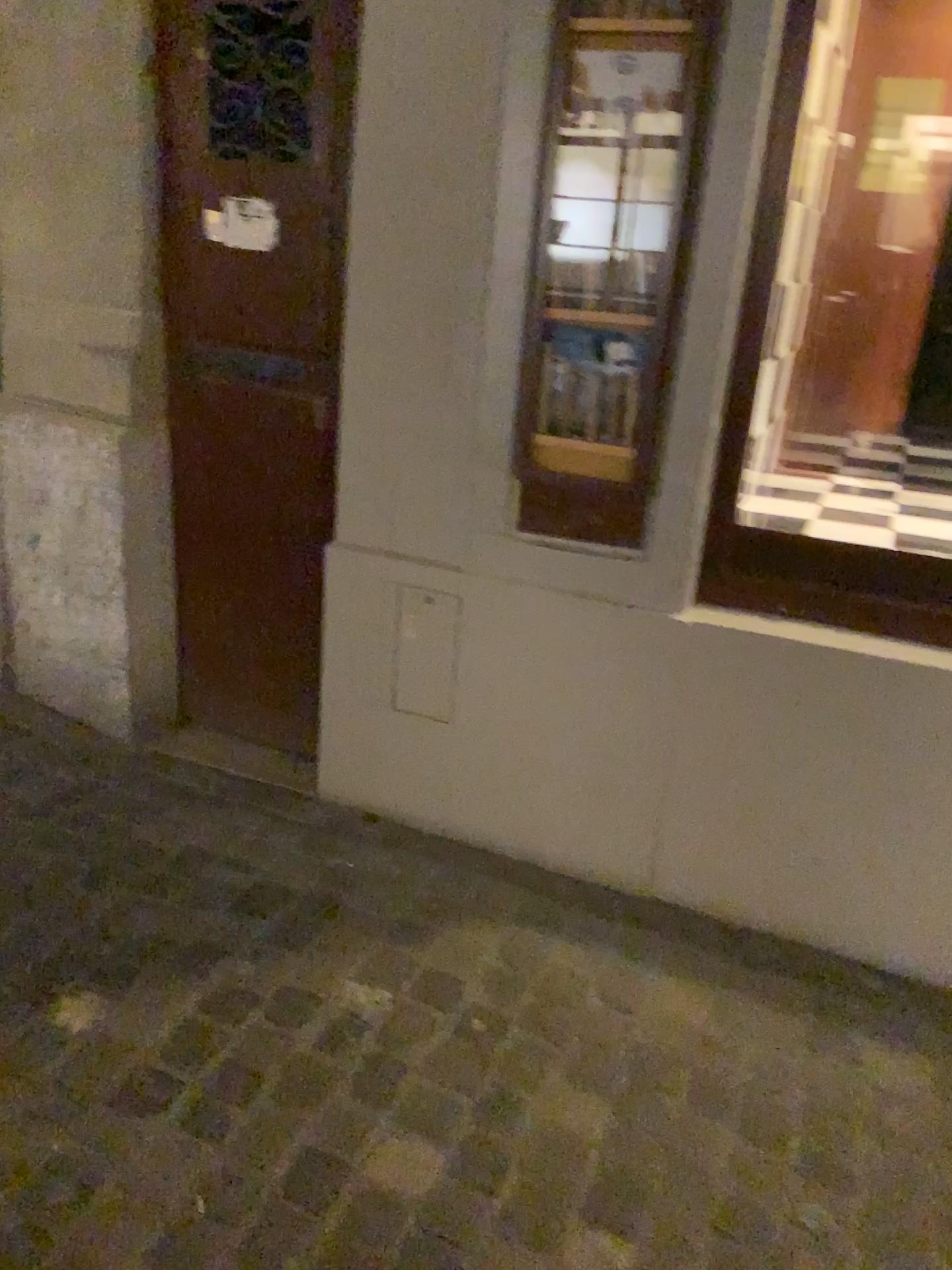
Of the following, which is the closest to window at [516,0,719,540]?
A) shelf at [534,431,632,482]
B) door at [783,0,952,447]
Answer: shelf at [534,431,632,482]

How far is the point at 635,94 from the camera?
1.8 meters

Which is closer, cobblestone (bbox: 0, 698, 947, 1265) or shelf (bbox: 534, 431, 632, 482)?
cobblestone (bbox: 0, 698, 947, 1265)

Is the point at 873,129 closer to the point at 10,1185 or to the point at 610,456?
the point at 610,456

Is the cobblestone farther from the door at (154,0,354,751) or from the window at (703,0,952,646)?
the window at (703,0,952,646)

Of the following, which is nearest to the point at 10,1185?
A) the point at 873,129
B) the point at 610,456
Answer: the point at 610,456

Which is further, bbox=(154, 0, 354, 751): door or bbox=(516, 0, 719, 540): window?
bbox=(154, 0, 354, 751): door

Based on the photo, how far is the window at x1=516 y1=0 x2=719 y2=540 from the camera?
1.78m

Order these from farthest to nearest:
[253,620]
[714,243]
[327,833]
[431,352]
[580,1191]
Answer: [253,620]
[327,833]
[431,352]
[714,243]
[580,1191]

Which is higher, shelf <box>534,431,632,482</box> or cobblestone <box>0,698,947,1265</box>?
shelf <box>534,431,632,482</box>
